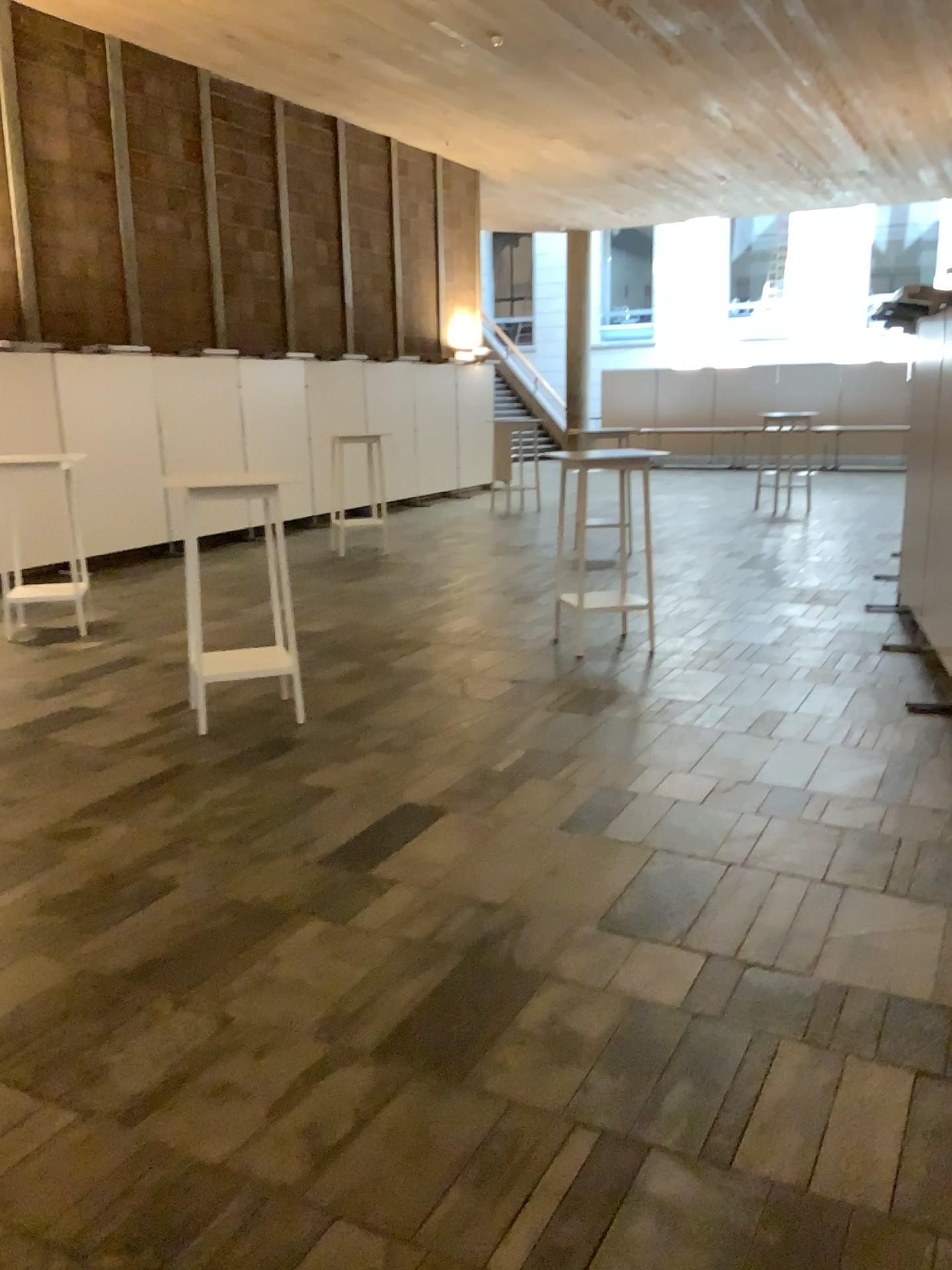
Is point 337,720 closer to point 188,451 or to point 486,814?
point 486,814
